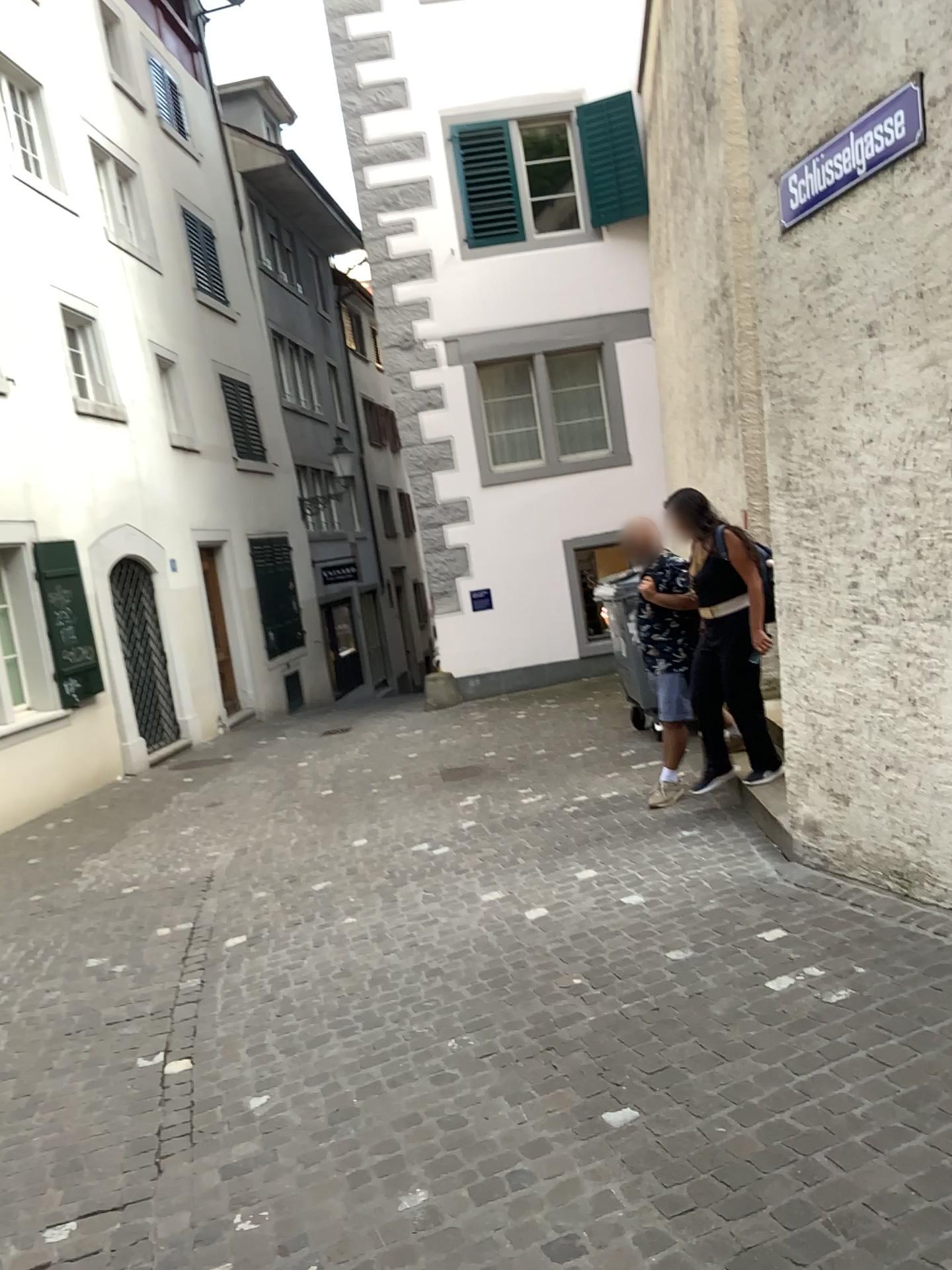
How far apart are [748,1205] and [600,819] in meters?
3.7 m
